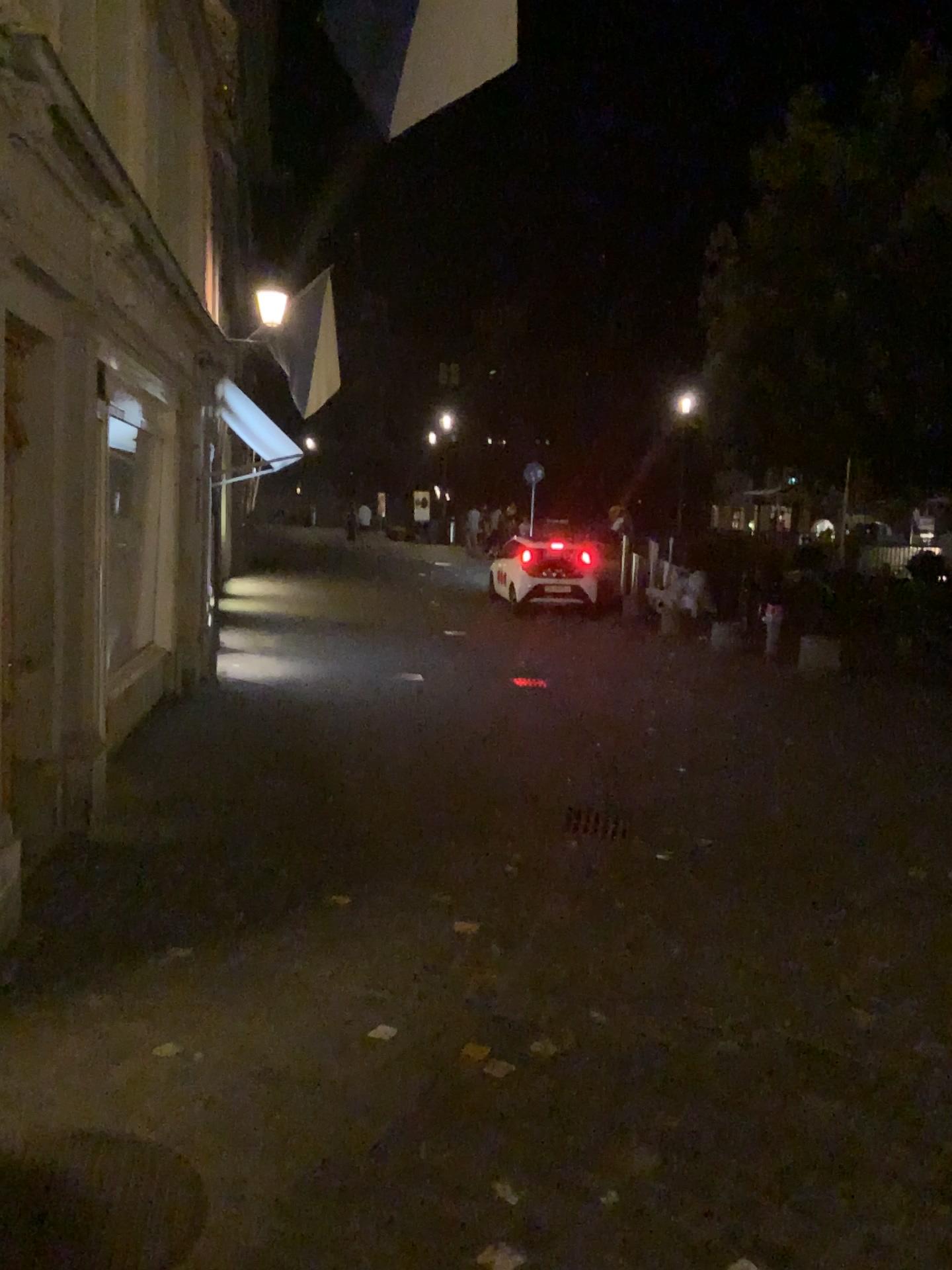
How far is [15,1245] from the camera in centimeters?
228cm

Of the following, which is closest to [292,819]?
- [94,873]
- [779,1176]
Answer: [94,873]

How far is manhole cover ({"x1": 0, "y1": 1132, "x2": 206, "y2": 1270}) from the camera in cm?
228
